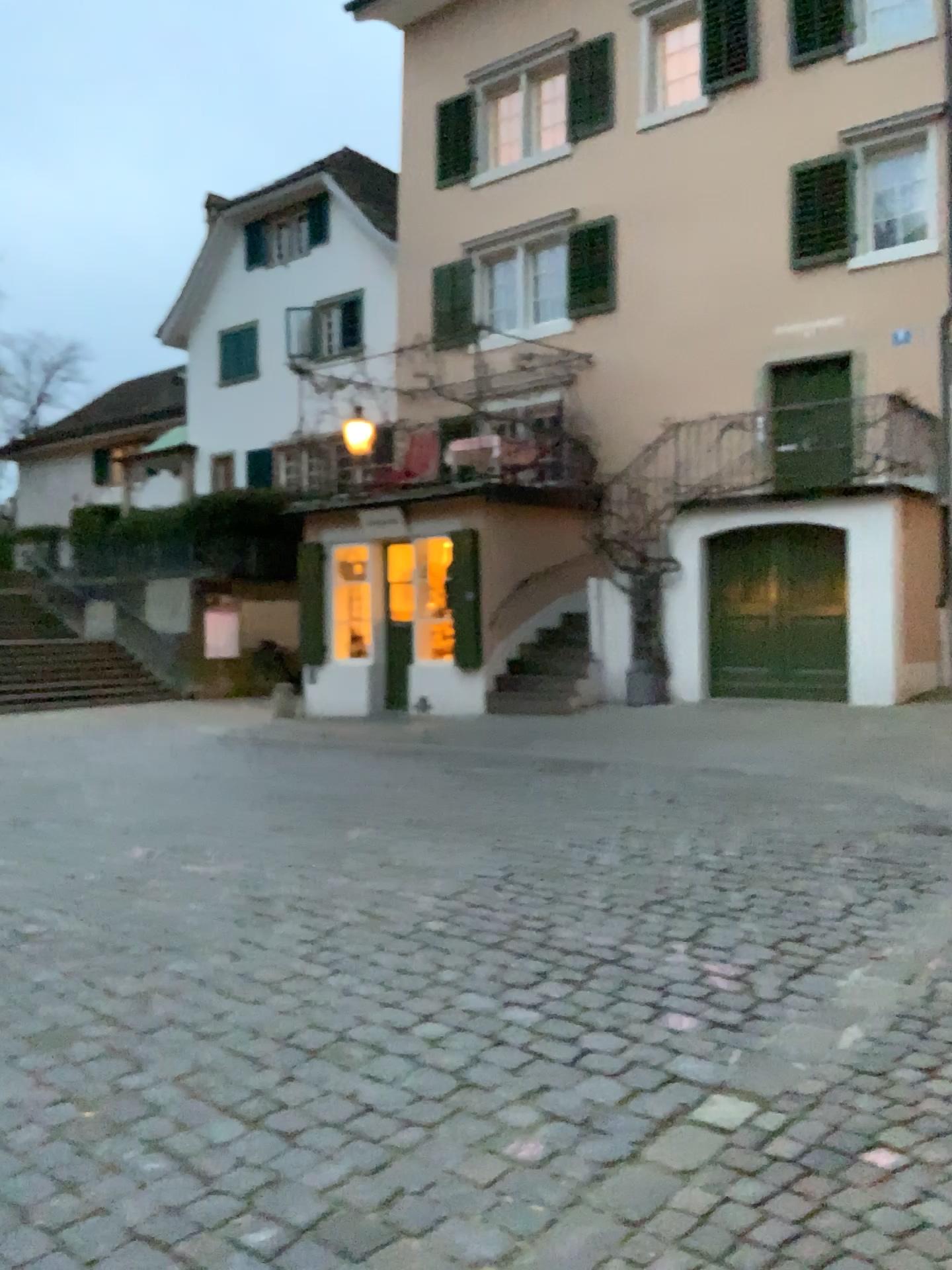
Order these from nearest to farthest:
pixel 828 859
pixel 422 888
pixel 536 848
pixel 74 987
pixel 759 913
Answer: pixel 74 987
pixel 759 913
pixel 422 888
pixel 828 859
pixel 536 848
